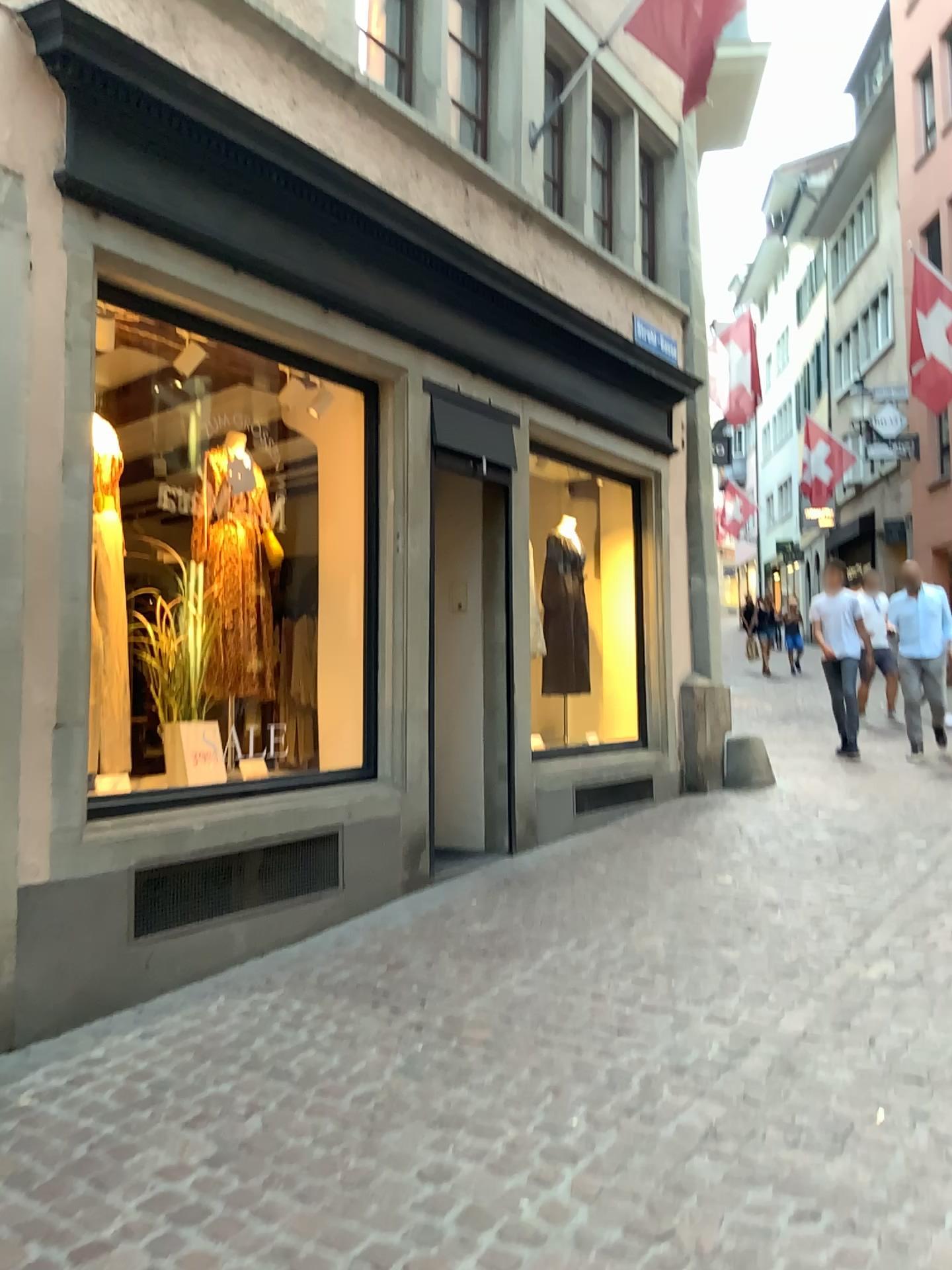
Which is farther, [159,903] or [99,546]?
[99,546]

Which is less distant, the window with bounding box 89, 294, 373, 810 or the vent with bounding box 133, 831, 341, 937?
the vent with bounding box 133, 831, 341, 937

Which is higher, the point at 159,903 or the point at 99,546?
the point at 99,546

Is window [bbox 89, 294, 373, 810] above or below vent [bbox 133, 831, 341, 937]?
above

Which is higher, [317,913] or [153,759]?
[153,759]
